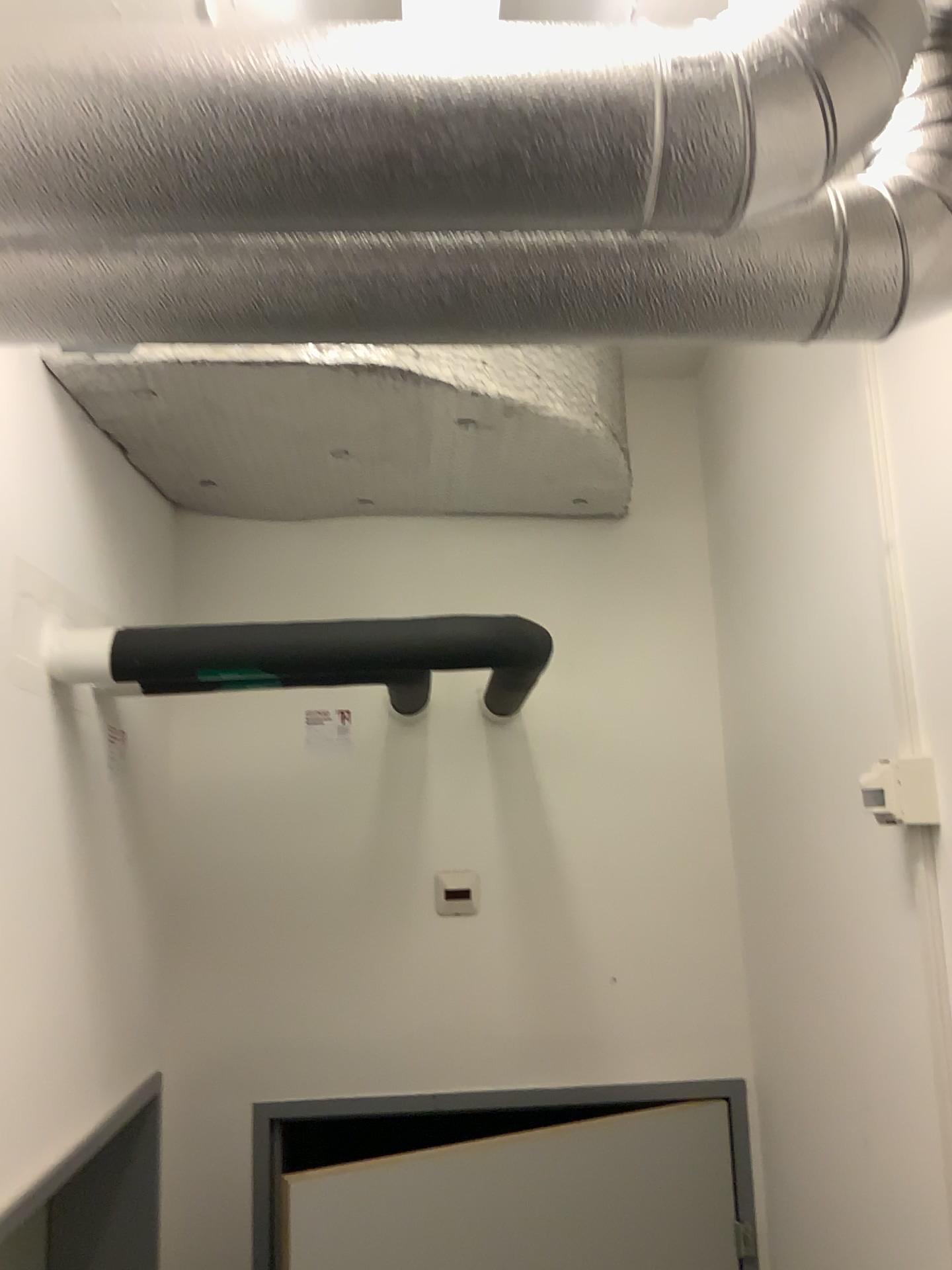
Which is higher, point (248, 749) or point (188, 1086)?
point (248, 749)

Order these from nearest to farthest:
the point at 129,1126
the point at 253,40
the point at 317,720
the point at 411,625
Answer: the point at 253,40, the point at 411,625, the point at 129,1126, the point at 317,720

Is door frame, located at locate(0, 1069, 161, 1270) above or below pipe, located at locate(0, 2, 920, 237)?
below

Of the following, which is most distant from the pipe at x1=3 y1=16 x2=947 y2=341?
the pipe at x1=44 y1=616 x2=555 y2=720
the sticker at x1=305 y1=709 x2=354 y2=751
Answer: the sticker at x1=305 y1=709 x2=354 y2=751

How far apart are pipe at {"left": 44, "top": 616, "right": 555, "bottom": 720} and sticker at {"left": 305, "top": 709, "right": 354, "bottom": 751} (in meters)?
0.66

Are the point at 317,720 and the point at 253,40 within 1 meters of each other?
no

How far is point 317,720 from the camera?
2.24m

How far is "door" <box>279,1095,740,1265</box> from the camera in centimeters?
177cm

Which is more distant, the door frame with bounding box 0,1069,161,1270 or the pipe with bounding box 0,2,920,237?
the door frame with bounding box 0,1069,161,1270

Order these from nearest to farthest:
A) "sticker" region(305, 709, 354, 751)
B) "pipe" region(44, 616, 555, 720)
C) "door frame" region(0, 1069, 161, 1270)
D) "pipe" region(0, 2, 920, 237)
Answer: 1. "pipe" region(0, 2, 920, 237)
2. "pipe" region(44, 616, 555, 720)
3. "door frame" region(0, 1069, 161, 1270)
4. "sticker" region(305, 709, 354, 751)
